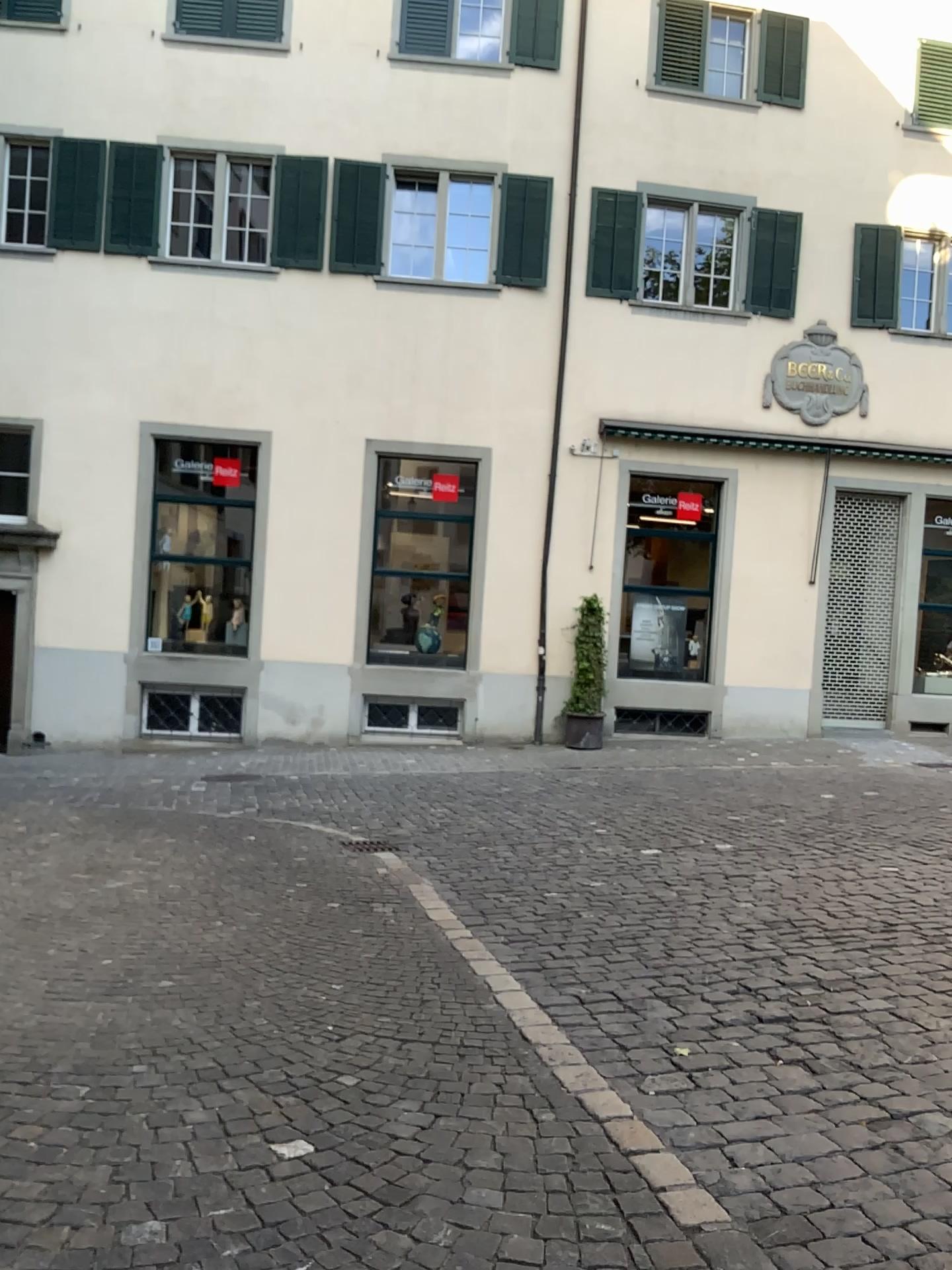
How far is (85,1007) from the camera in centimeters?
392cm
